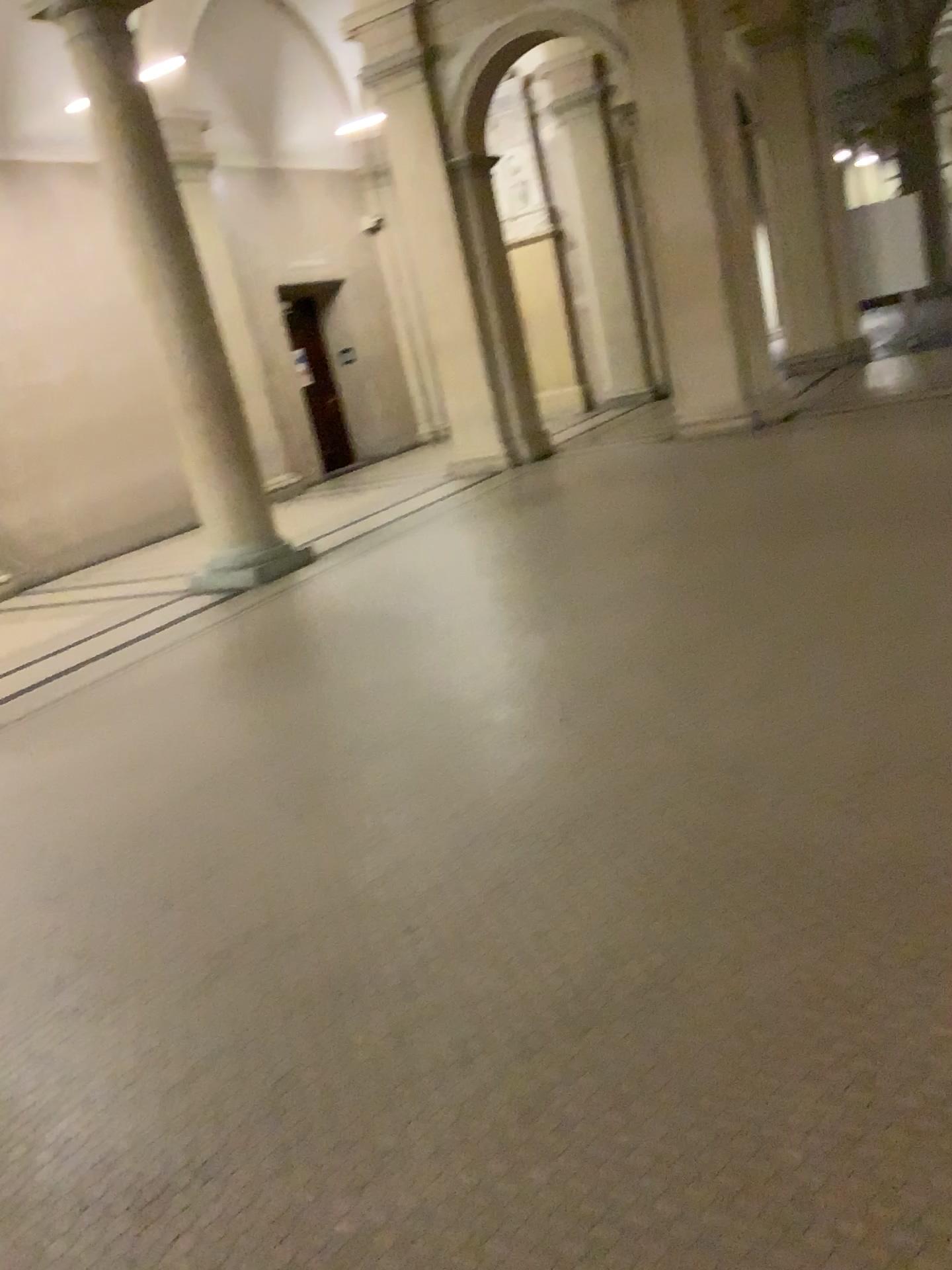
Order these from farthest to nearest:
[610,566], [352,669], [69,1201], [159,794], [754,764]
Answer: [610,566] → [352,669] → [159,794] → [754,764] → [69,1201]
